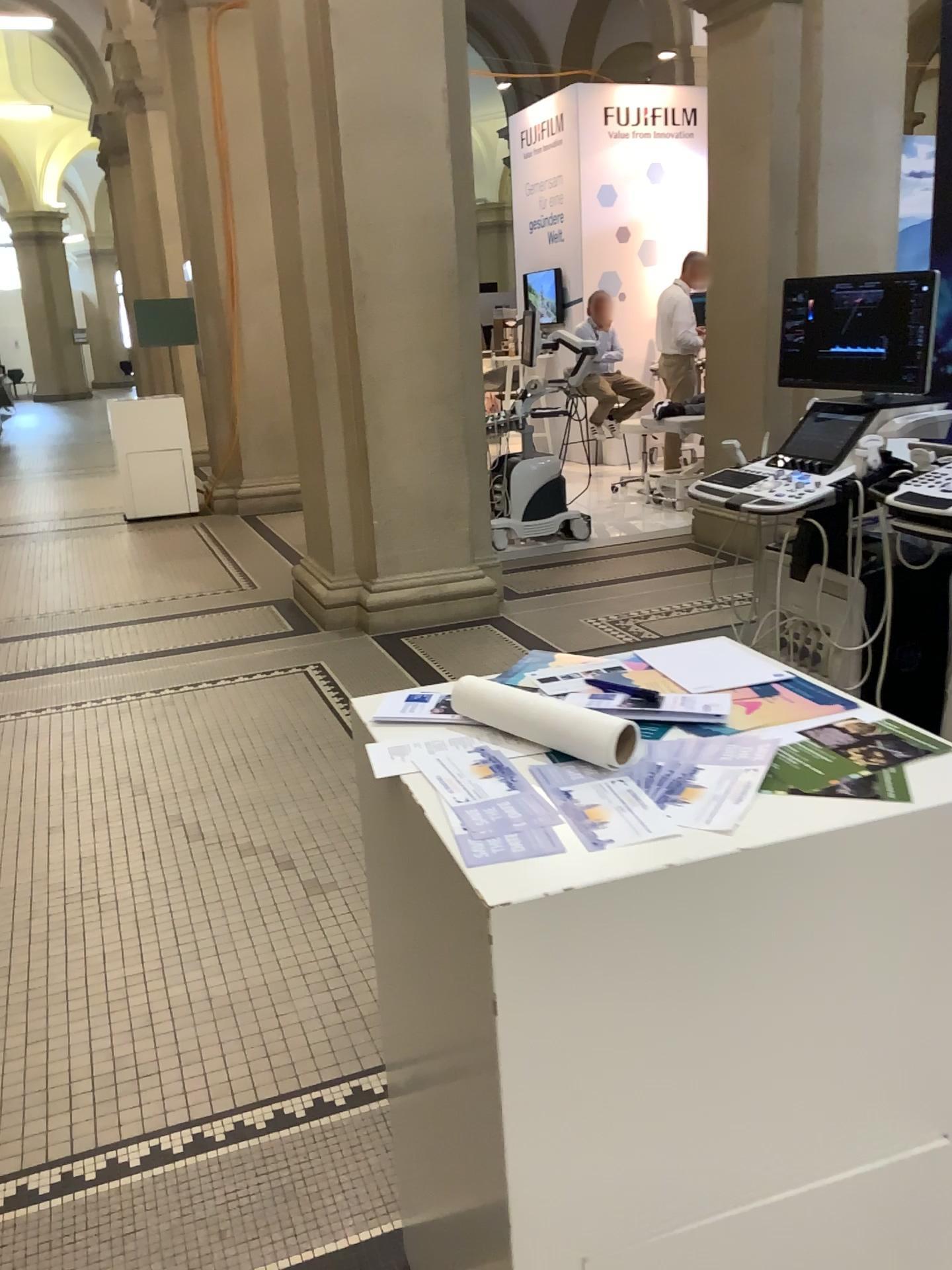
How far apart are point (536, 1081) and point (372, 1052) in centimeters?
138cm

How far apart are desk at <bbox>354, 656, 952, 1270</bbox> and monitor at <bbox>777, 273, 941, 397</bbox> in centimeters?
233cm

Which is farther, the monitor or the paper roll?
the monitor

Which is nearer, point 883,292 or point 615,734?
point 615,734

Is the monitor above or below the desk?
above

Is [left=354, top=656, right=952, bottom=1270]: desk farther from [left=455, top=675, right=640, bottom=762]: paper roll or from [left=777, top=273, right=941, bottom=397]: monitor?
[left=777, top=273, right=941, bottom=397]: monitor

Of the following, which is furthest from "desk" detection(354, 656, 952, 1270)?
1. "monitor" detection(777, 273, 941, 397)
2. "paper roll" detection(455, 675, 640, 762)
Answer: "monitor" detection(777, 273, 941, 397)

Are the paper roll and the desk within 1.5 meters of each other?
yes

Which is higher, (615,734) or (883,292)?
(883,292)

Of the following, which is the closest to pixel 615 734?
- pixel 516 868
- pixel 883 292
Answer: pixel 516 868
